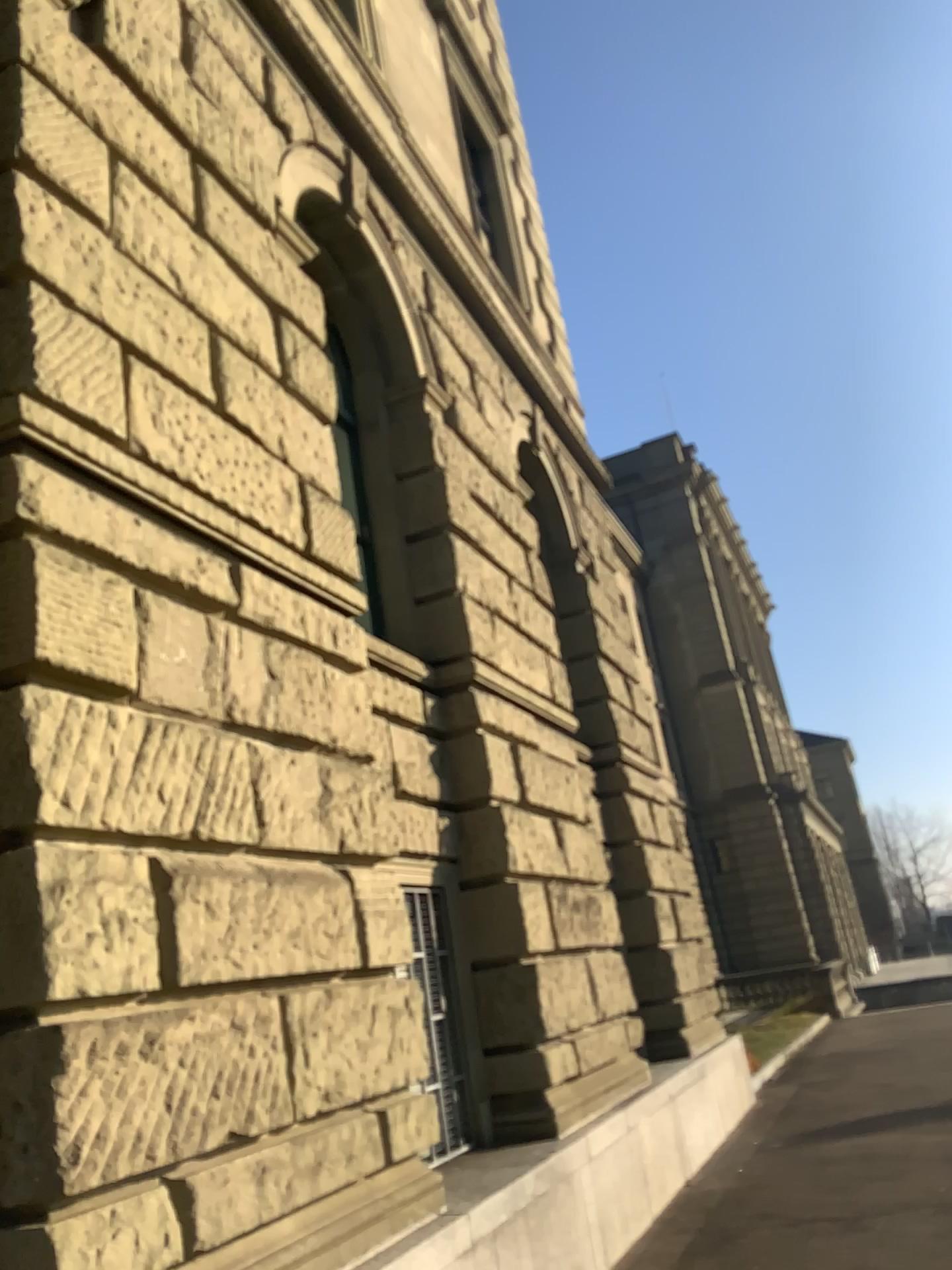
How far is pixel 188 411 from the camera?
4.6m
